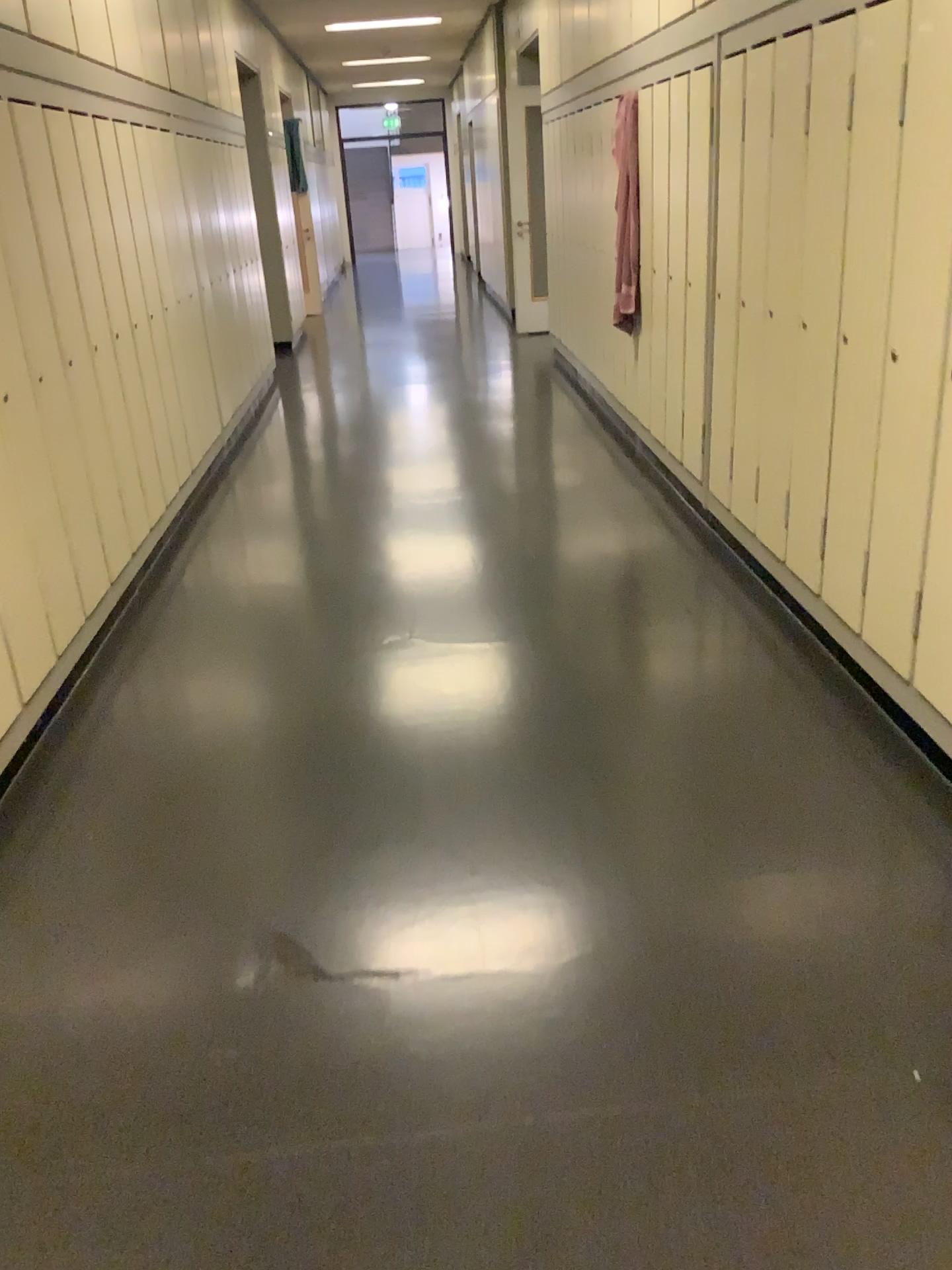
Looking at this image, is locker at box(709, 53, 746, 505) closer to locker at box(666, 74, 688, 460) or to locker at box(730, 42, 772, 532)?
locker at box(730, 42, 772, 532)

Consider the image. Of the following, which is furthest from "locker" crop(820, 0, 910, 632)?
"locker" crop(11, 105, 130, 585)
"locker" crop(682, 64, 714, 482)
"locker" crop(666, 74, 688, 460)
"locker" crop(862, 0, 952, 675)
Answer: "locker" crop(11, 105, 130, 585)

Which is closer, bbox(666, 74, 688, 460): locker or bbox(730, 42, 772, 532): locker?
bbox(730, 42, 772, 532): locker

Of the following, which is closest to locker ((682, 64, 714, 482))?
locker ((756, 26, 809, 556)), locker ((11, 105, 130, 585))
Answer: locker ((756, 26, 809, 556))

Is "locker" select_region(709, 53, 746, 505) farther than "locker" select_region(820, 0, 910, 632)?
Yes

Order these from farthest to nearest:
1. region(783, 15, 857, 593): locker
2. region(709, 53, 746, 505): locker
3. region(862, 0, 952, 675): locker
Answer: region(709, 53, 746, 505): locker < region(783, 15, 857, 593): locker < region(862, 0, 952, 675): locker

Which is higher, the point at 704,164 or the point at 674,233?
the point at 704,164

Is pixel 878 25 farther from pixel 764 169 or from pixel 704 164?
pixel 704 164

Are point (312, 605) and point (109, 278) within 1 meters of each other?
no

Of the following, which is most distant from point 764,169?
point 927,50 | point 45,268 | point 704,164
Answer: point 45,268
